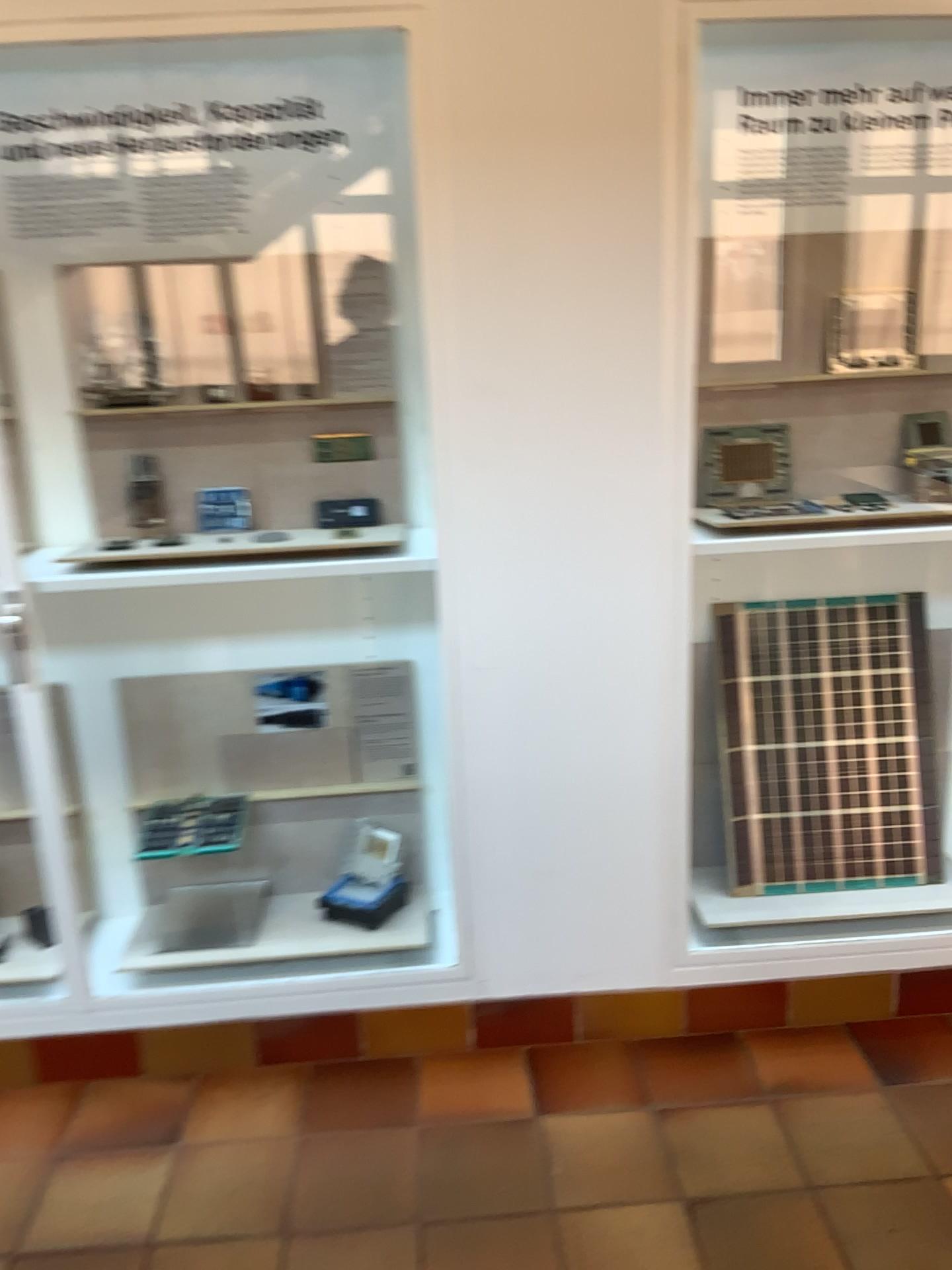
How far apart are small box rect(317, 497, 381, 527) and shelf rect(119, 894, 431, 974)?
0.93m

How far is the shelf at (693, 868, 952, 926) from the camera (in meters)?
2.53

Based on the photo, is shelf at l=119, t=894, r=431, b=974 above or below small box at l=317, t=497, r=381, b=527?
below

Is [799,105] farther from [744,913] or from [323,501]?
[744,913]

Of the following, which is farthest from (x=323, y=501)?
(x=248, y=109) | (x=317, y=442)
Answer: (x=248, y=109)

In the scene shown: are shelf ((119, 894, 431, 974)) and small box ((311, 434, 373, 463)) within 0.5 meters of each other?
no

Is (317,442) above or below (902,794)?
above

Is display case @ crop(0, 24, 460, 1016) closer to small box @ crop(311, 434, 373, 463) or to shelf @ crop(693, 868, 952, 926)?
small box @ crop(311, 434, 373, 463)

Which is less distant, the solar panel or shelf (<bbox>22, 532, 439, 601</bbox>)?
shelf (<bbox>22, 532, 439, 601</bbox>)

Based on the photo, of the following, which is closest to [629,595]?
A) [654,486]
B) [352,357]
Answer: [654,486]
